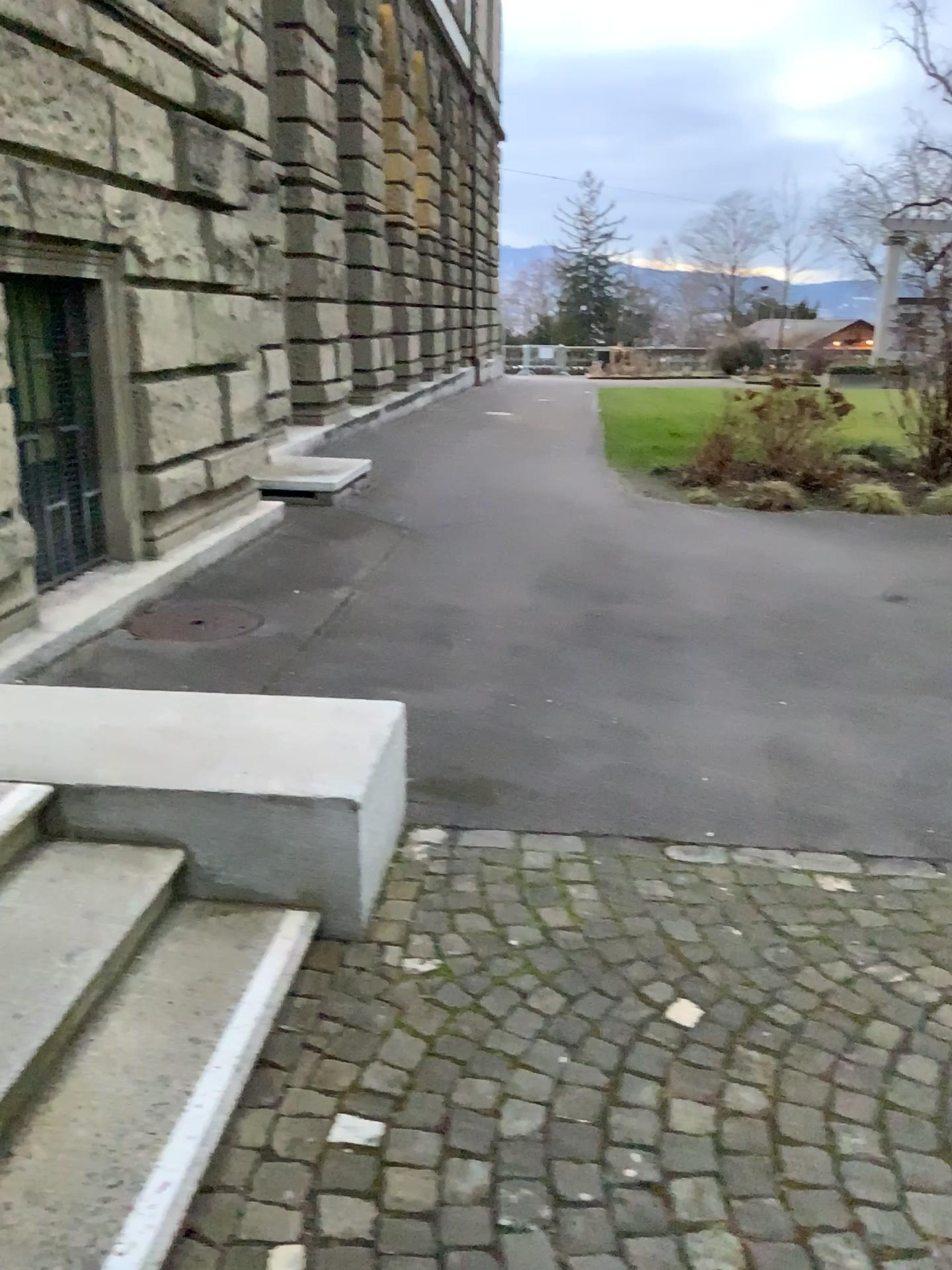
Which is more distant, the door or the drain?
the drain

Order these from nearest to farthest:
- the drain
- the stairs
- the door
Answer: the stairs → the door → the drain

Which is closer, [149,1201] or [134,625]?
[149,1201]

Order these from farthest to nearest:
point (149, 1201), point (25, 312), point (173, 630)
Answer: point (173, 630) → point (25, 312) → point (149, 1201)

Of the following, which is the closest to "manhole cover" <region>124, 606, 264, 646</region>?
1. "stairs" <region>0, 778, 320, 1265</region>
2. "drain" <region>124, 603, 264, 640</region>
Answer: "drain" <region>124, 603, 264, 640</region>

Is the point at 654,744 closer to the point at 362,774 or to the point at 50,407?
the point at 362,774

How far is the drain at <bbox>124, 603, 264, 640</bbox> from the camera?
5.1m

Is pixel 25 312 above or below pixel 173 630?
above

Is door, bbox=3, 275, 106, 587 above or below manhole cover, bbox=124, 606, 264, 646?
above

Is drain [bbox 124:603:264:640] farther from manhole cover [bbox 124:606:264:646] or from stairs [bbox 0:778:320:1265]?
stairs [bbox 0:778:320:1265]
